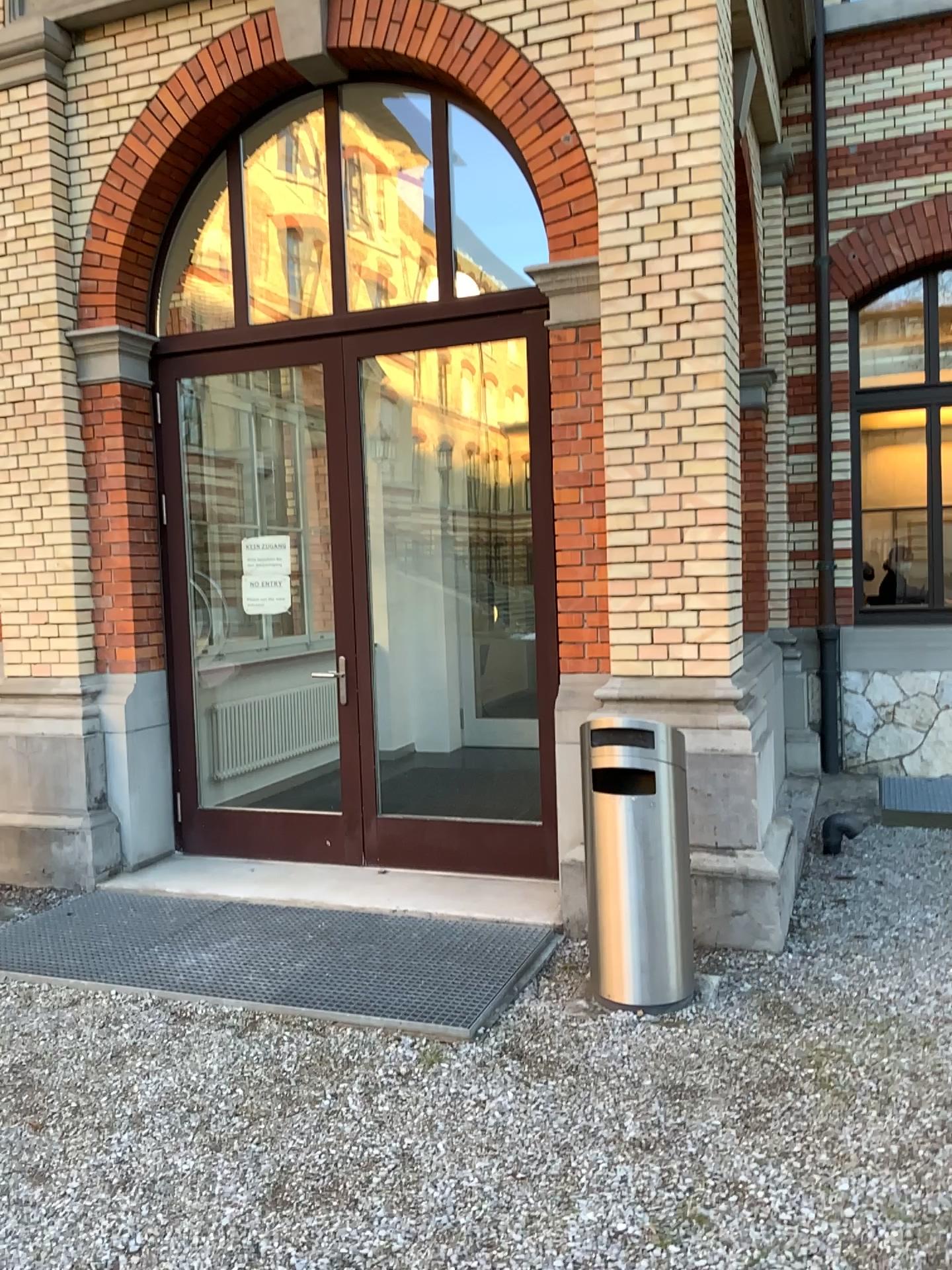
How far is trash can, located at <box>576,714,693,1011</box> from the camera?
3.7 meters

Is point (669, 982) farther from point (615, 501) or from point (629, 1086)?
point (615, 501)

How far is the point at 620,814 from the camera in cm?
367
